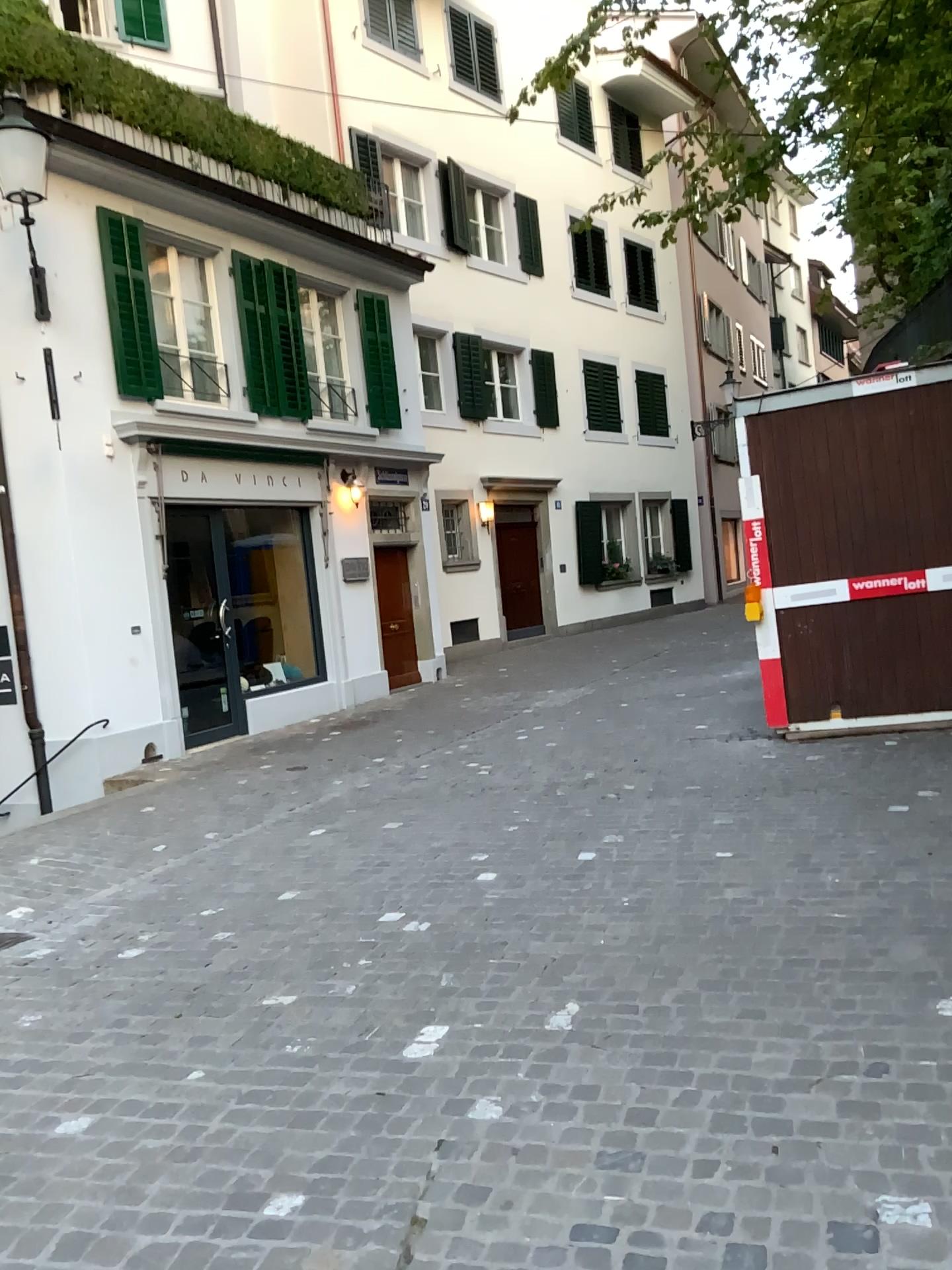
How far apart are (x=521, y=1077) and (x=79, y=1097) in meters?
1.3
